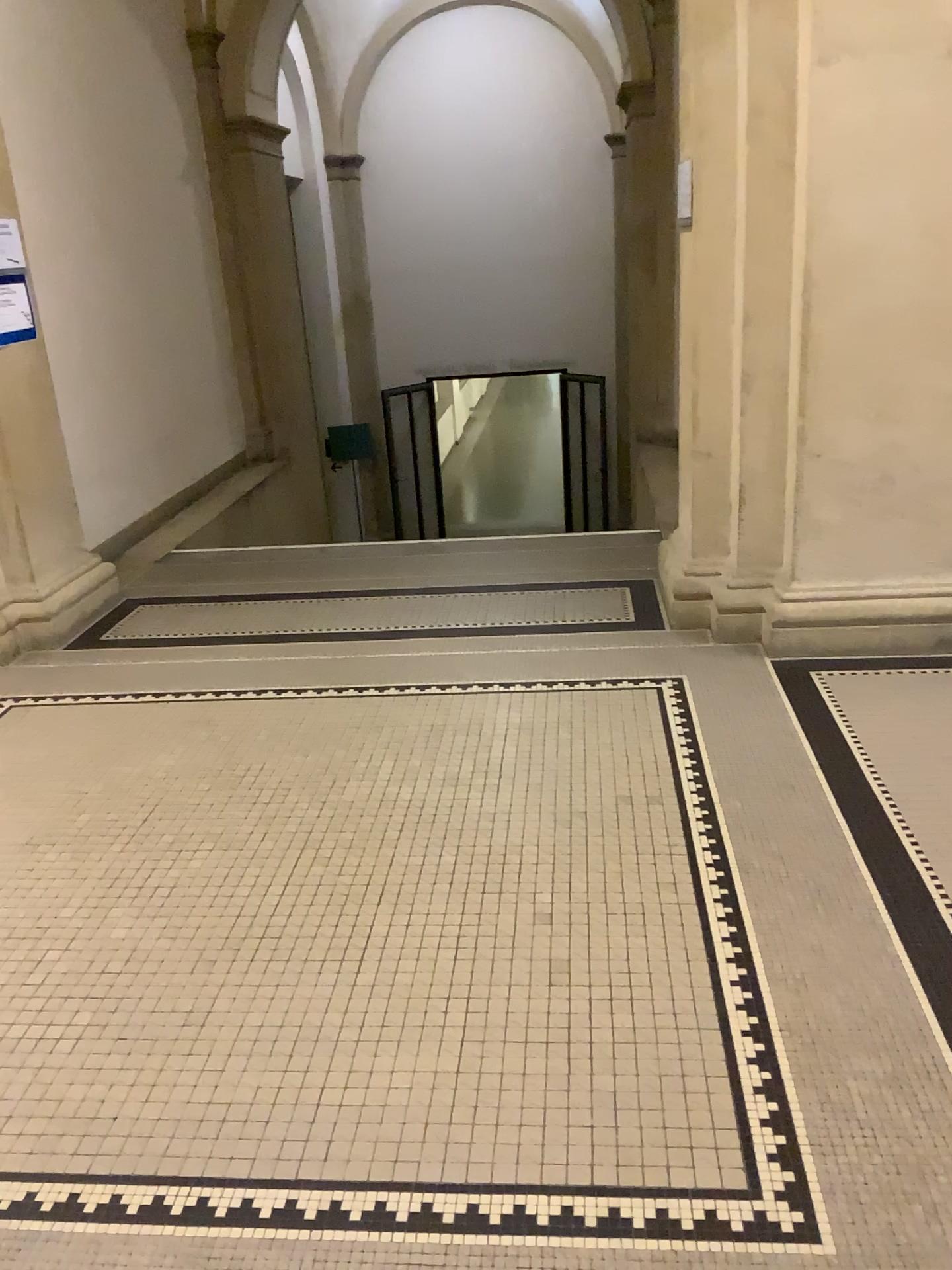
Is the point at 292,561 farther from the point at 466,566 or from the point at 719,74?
the point at 719,74
